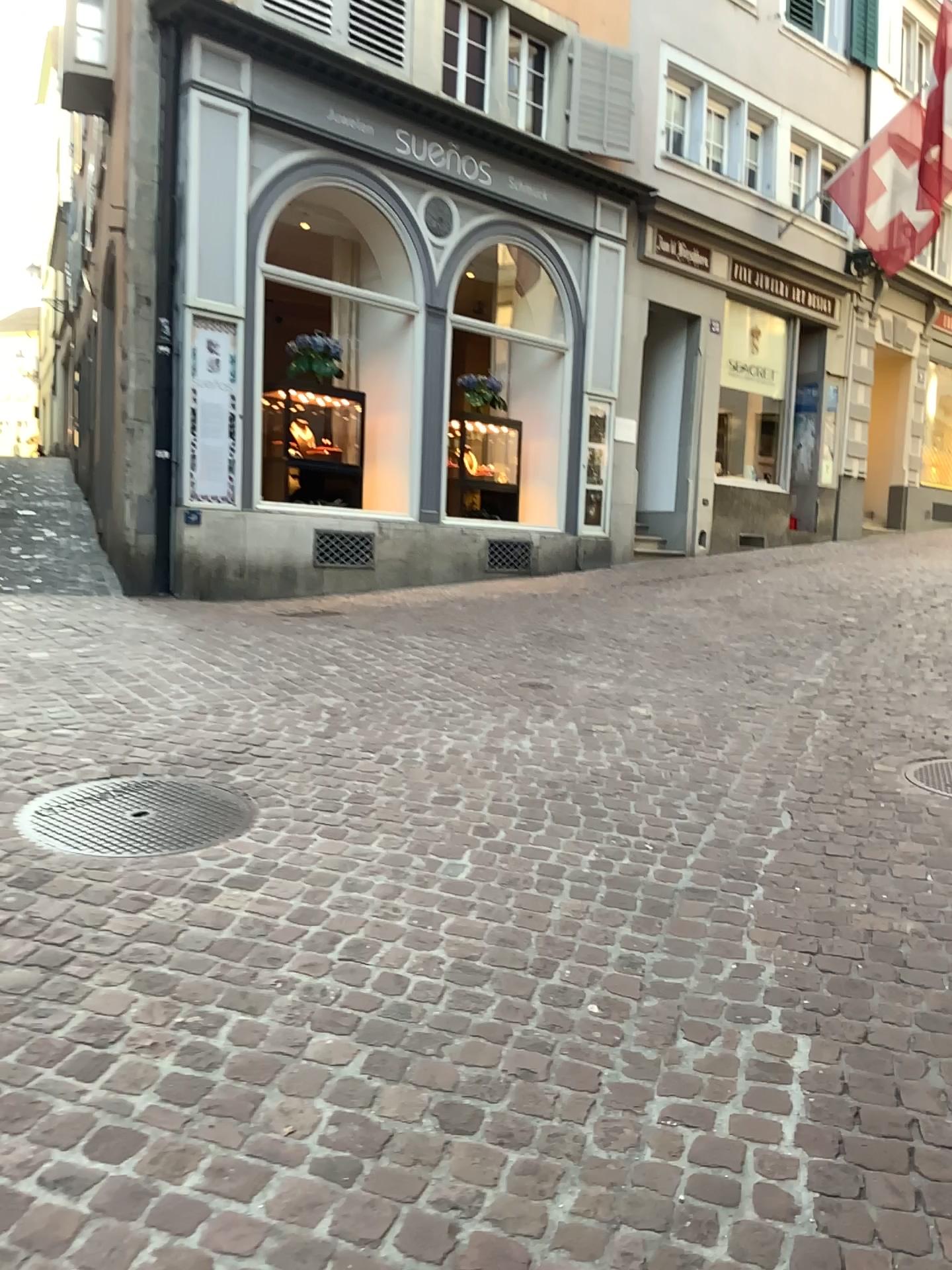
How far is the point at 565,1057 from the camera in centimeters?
222cm
